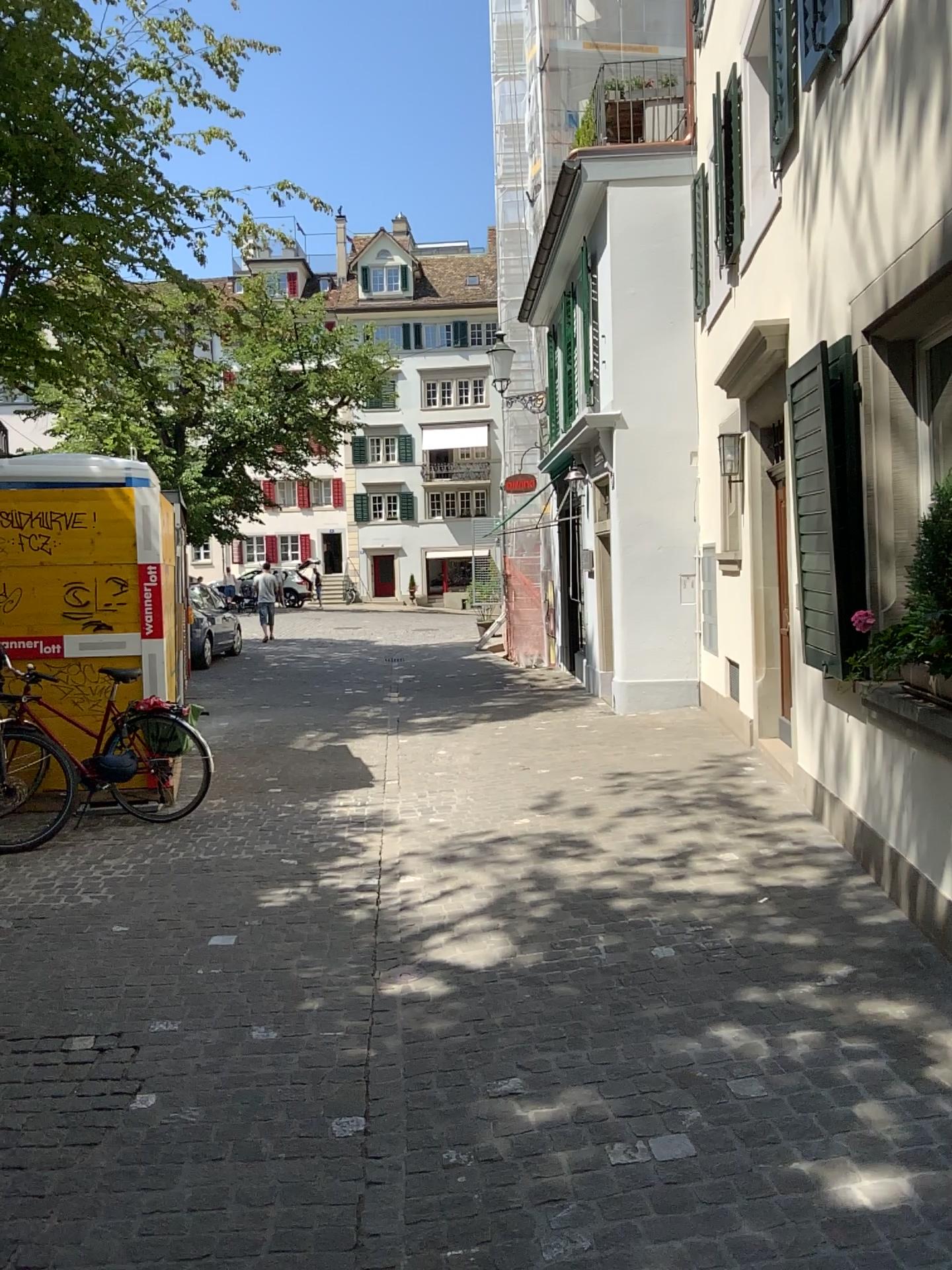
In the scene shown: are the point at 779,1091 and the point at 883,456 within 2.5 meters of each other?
no
